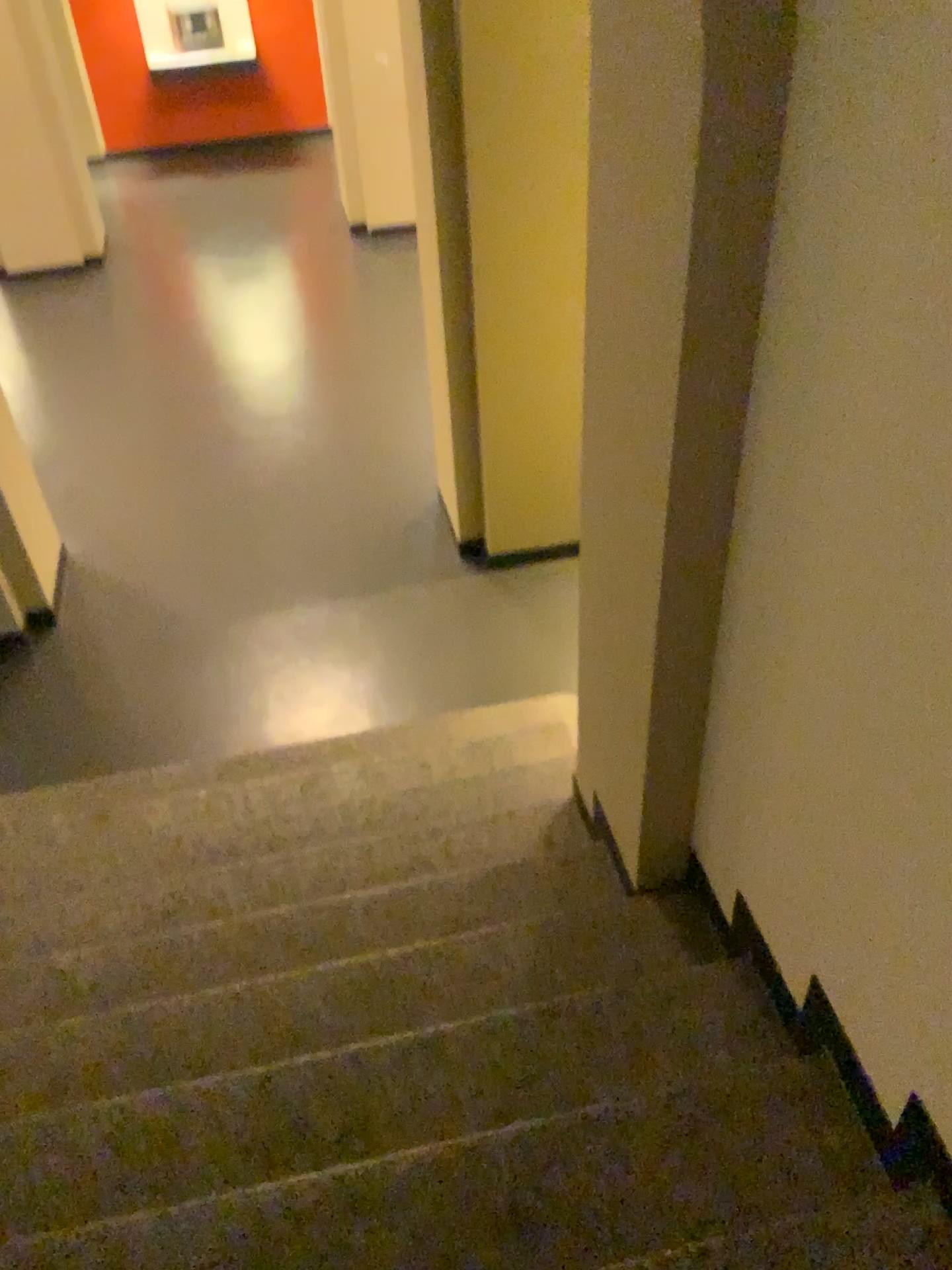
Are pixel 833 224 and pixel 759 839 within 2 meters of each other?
yes
